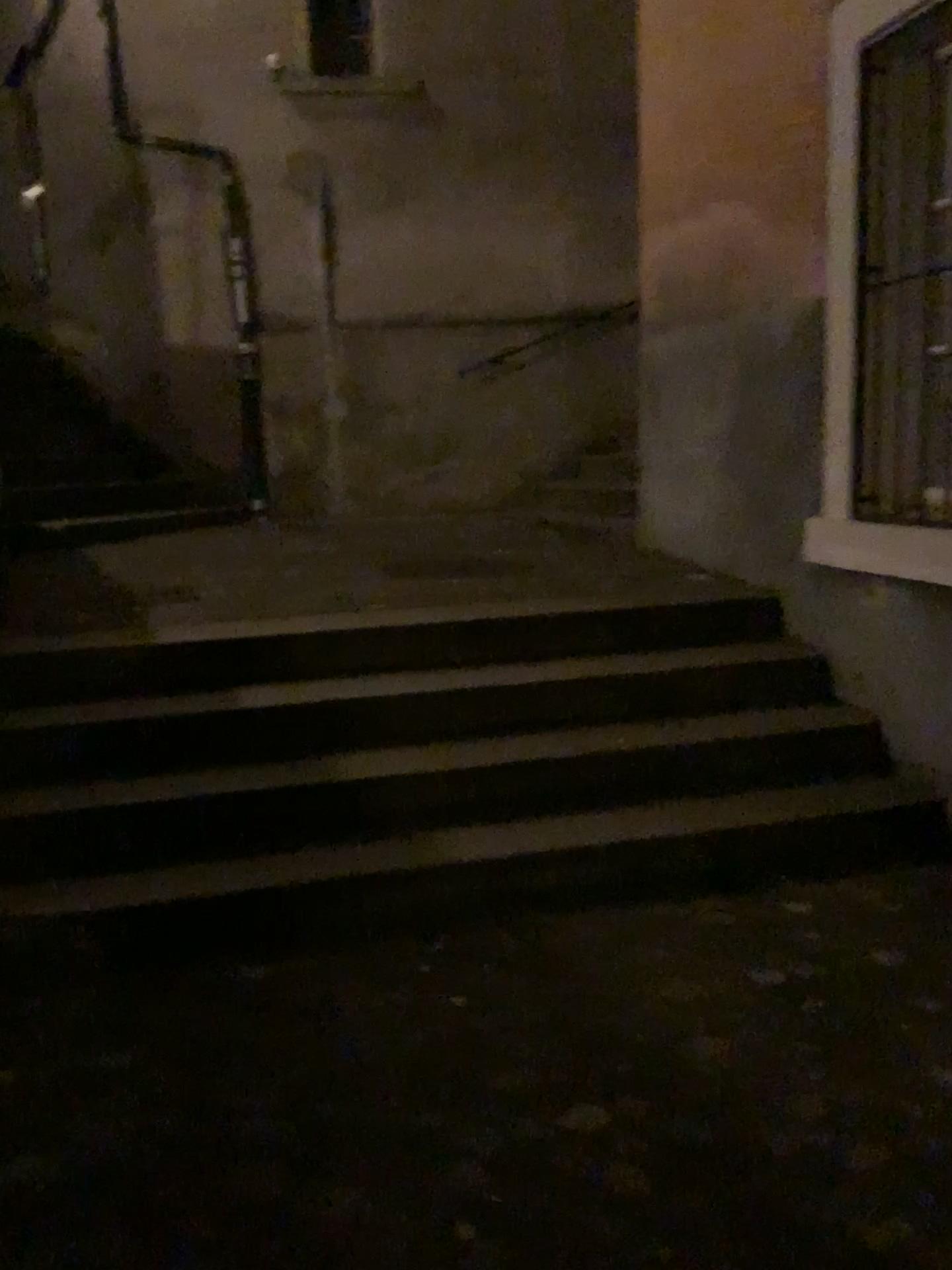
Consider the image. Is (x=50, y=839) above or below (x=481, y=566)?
below

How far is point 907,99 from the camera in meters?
3.2

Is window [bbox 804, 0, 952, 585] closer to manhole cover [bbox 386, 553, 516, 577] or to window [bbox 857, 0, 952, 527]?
window [bbox 857, 0, 952, 527]

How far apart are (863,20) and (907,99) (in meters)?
0.27

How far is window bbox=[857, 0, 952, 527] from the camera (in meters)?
3.21

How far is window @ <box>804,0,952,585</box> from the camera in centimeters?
320cm

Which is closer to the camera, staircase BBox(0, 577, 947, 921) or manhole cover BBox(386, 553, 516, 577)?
staircase BBox(0, 577, 947, 921)

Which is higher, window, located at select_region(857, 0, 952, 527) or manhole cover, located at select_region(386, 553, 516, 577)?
window, located at select_region(857, 0, 952, 527)

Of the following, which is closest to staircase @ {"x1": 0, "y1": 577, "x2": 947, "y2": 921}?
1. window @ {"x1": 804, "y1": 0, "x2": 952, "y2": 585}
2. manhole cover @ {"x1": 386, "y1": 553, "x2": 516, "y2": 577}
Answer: window @ {"x1": 804, "y1": 0, "x2": 952, "y2": 585}

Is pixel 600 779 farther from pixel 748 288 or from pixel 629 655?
pixel 748 288
